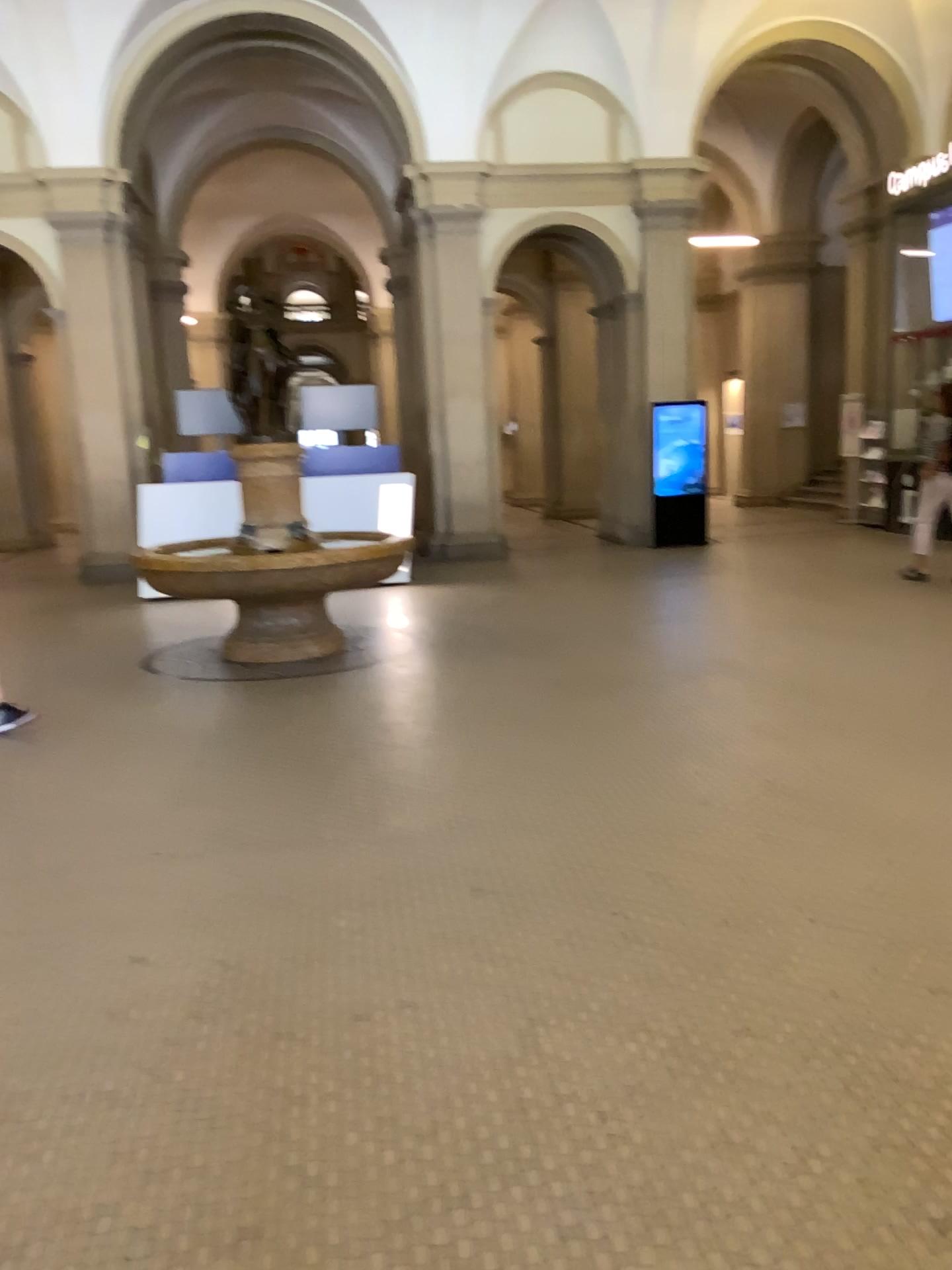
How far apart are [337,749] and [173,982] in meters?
2.2 m
